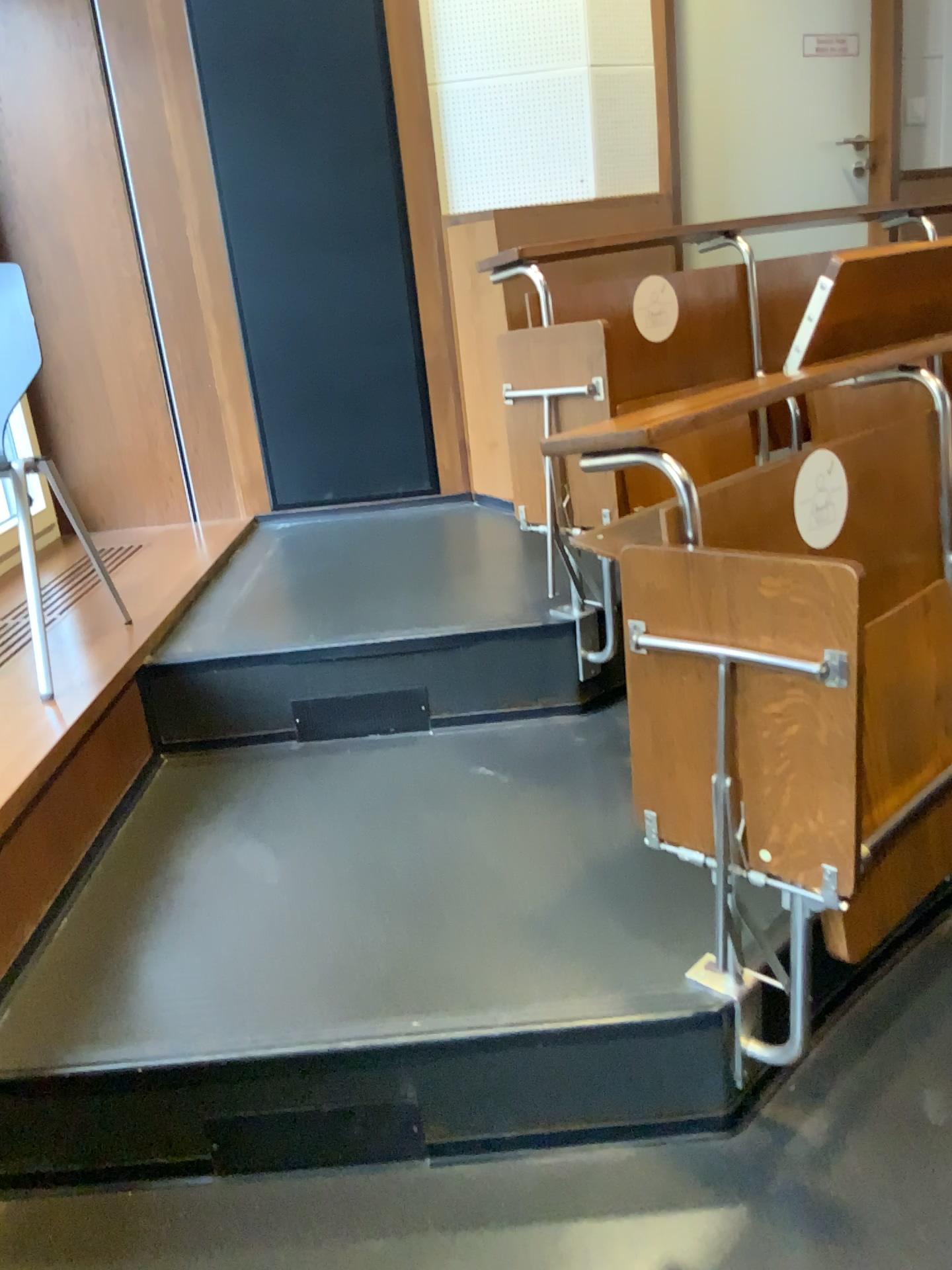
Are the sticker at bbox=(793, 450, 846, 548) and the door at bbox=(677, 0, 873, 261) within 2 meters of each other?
no

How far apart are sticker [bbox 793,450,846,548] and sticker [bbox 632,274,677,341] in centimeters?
90cm

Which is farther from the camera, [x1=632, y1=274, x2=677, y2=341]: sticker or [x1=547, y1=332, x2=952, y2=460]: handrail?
[x1=632, y1=274, x2=677, y2=341]: sticker

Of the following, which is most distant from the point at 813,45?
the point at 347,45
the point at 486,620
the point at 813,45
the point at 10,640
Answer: the point at 10,640

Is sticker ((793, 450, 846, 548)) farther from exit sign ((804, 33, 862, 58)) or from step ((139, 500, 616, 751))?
exit sign ((804, 33, 862, 58))

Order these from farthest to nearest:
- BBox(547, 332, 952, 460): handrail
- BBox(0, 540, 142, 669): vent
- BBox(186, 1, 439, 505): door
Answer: BBox(186, 1, 439, 505): door < BBox(0, 540, 142, 669): vent < BBox(547, 332, 952, 460): handrail

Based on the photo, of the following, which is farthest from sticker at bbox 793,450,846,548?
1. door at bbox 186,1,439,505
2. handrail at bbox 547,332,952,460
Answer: door at bbox 186,1,439,505

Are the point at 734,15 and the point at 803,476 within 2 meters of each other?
no

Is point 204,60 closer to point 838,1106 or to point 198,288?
point 198,288

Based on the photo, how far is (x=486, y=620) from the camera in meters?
2.3
